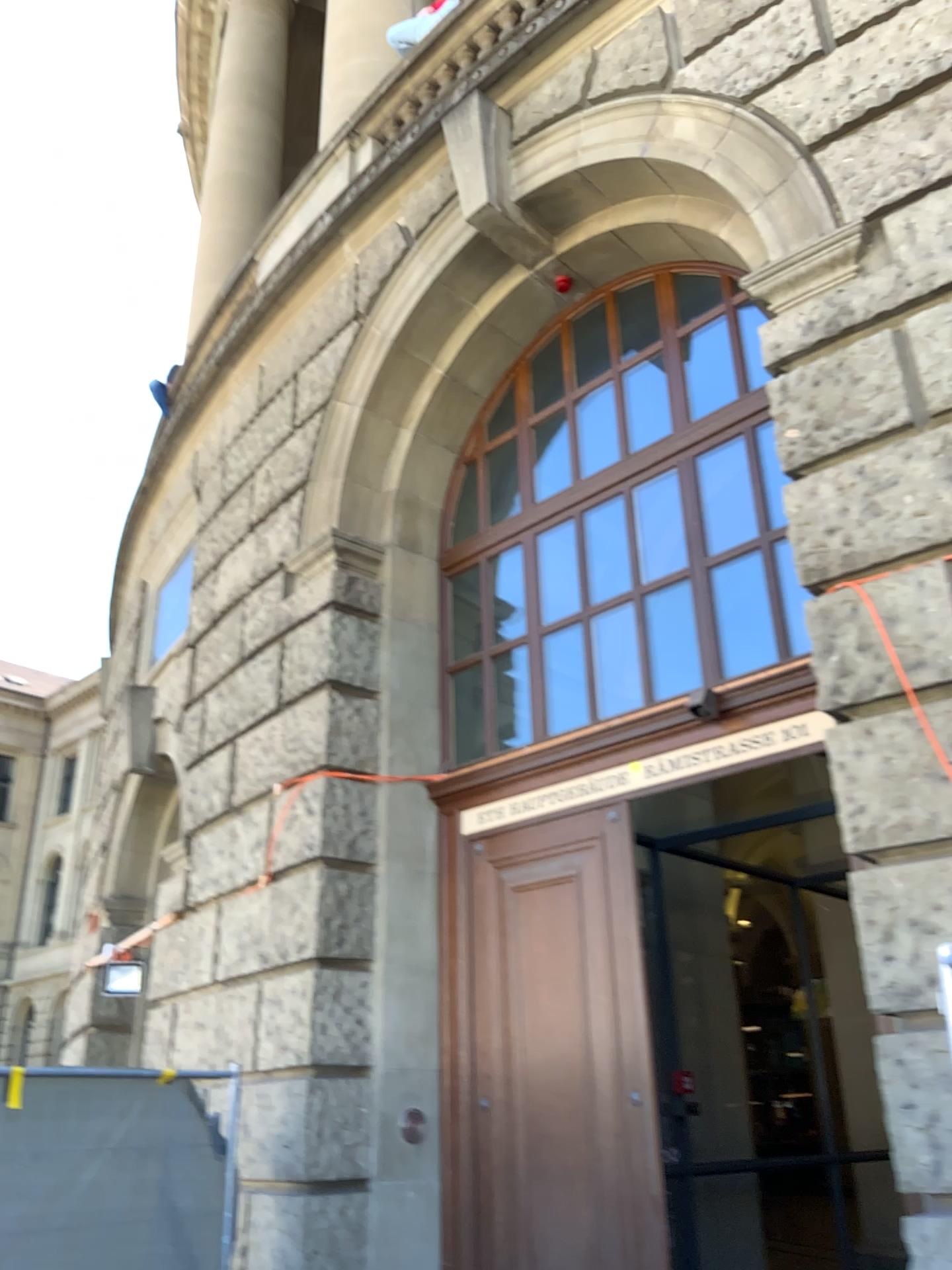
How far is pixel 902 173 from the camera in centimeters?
427cm
